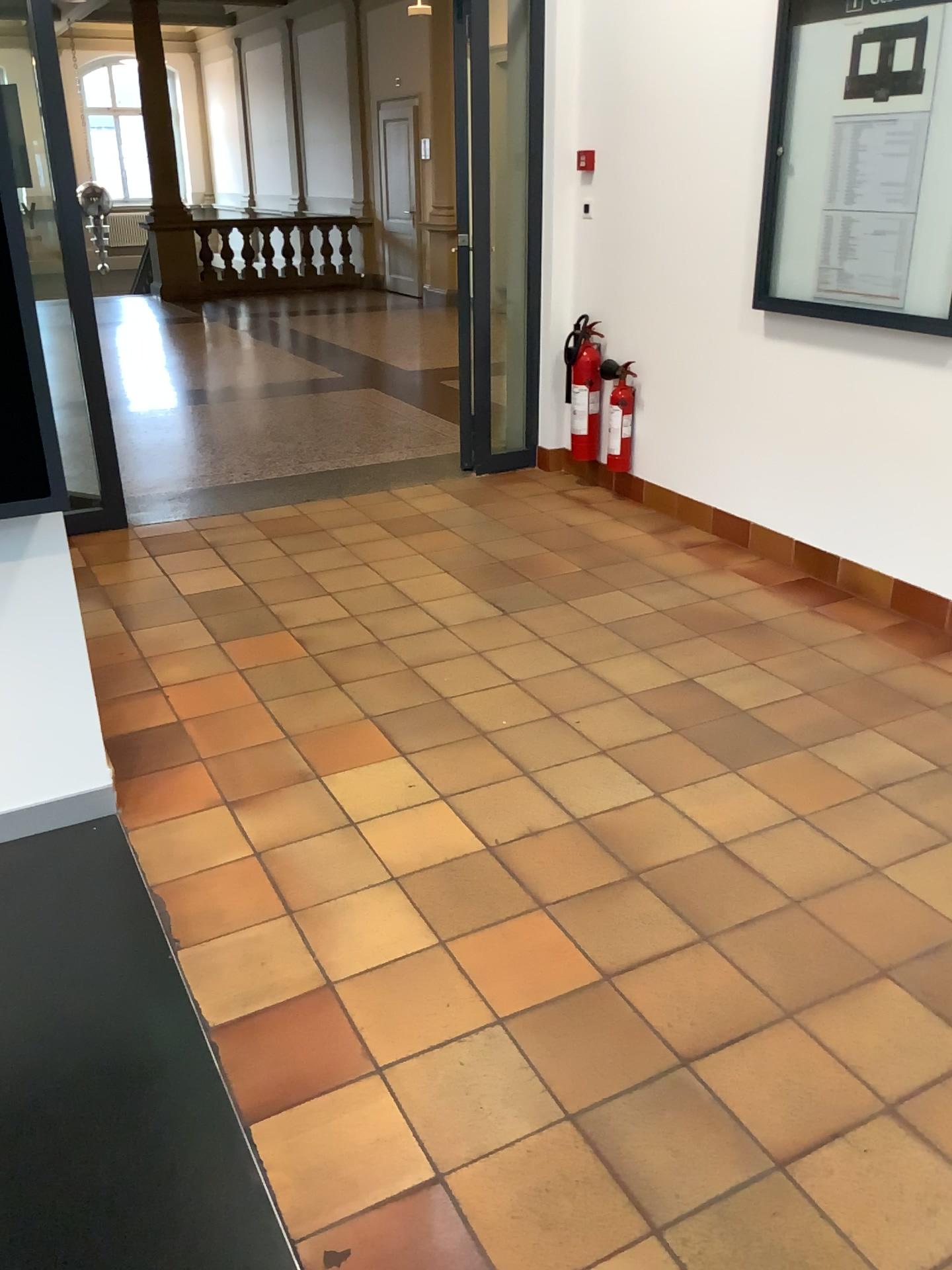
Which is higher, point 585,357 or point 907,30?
point 907,30

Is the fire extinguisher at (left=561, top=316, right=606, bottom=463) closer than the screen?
No

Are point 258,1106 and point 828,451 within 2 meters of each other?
no

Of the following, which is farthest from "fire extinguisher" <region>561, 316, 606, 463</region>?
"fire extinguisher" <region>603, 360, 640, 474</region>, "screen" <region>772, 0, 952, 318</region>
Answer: "screen" <region>772, 0, 952, 318</region>

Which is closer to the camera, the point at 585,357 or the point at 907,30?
the point at 907,30

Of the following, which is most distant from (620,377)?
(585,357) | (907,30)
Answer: (907,30)

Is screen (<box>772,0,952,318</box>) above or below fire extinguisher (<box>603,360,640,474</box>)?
above

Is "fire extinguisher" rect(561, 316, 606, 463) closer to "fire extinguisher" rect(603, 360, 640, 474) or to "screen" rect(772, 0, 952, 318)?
"fire extinguisher" rect(603, 360, 640, 474)
